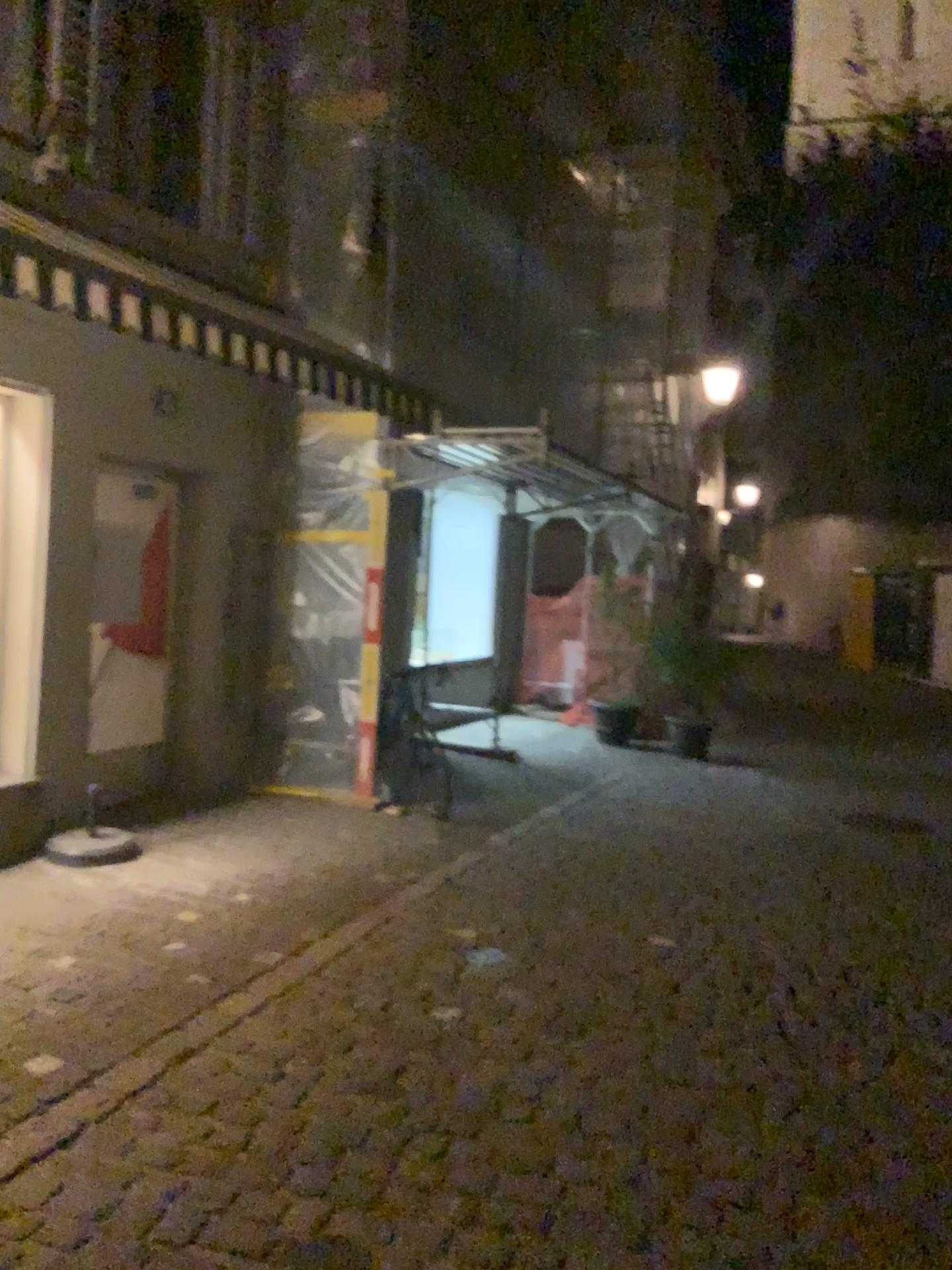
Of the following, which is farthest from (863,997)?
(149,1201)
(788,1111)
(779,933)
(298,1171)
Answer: (149,1201)
